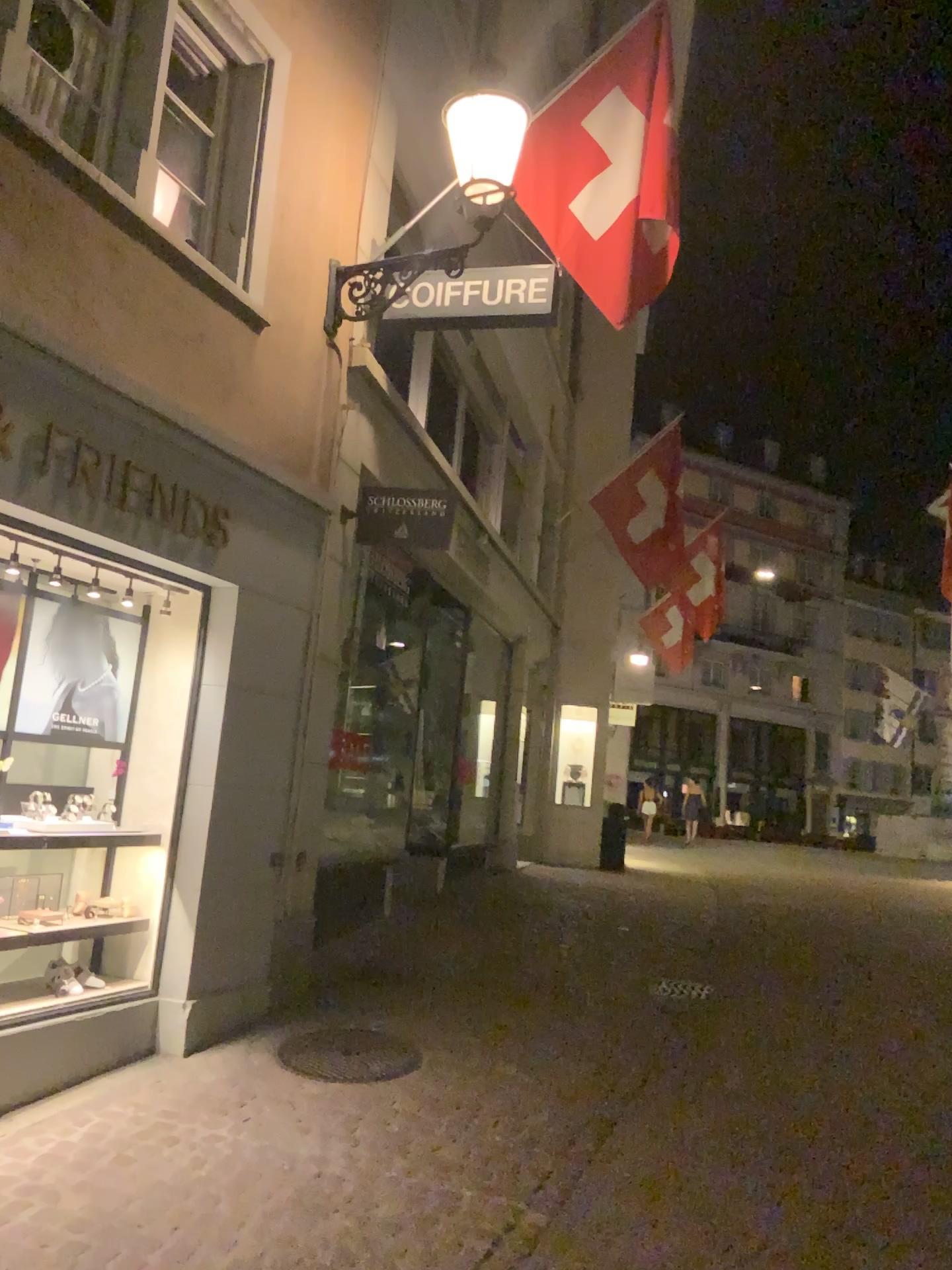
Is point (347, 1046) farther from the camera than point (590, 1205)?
Yes
